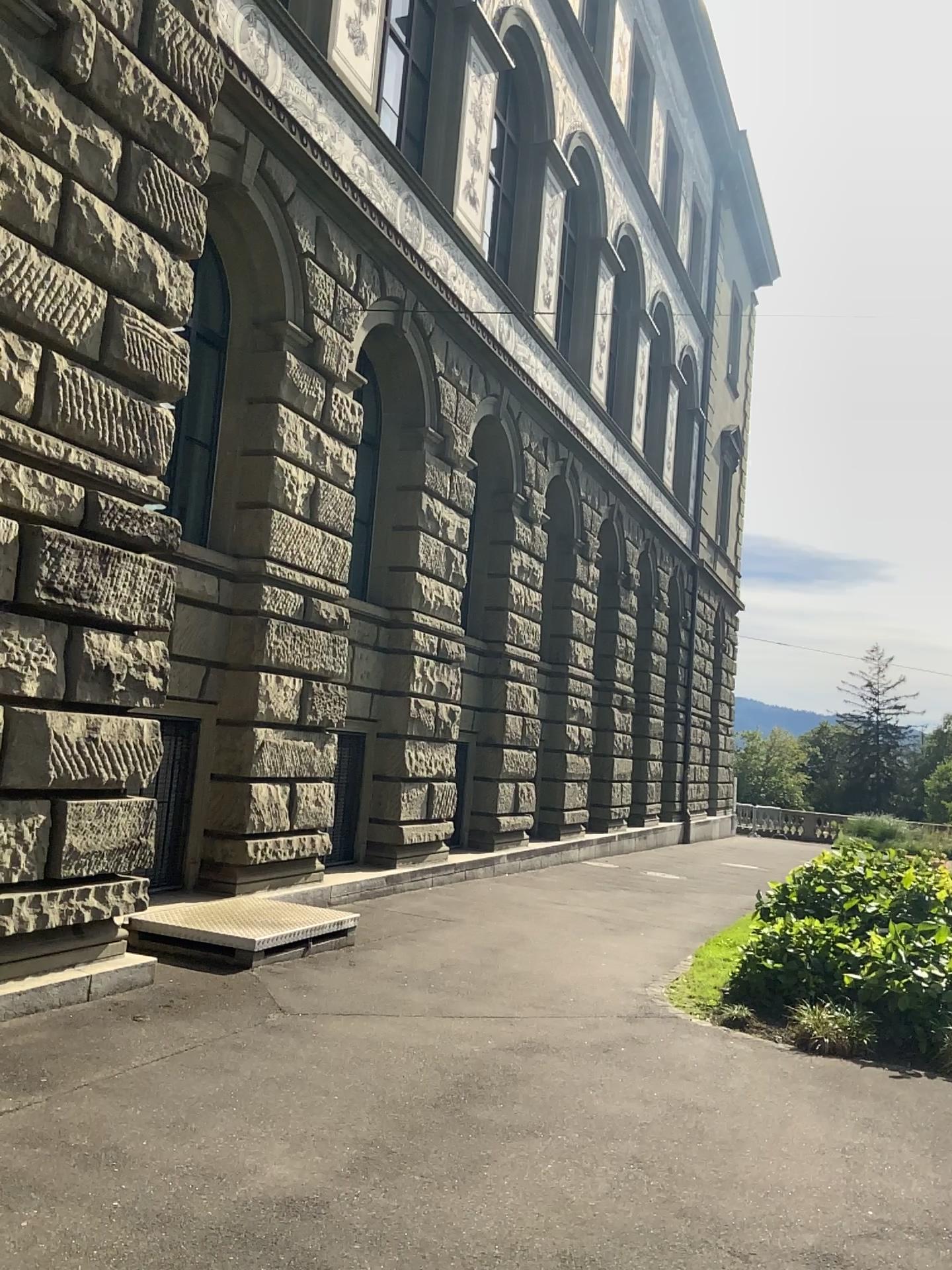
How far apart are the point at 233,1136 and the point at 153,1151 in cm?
36
